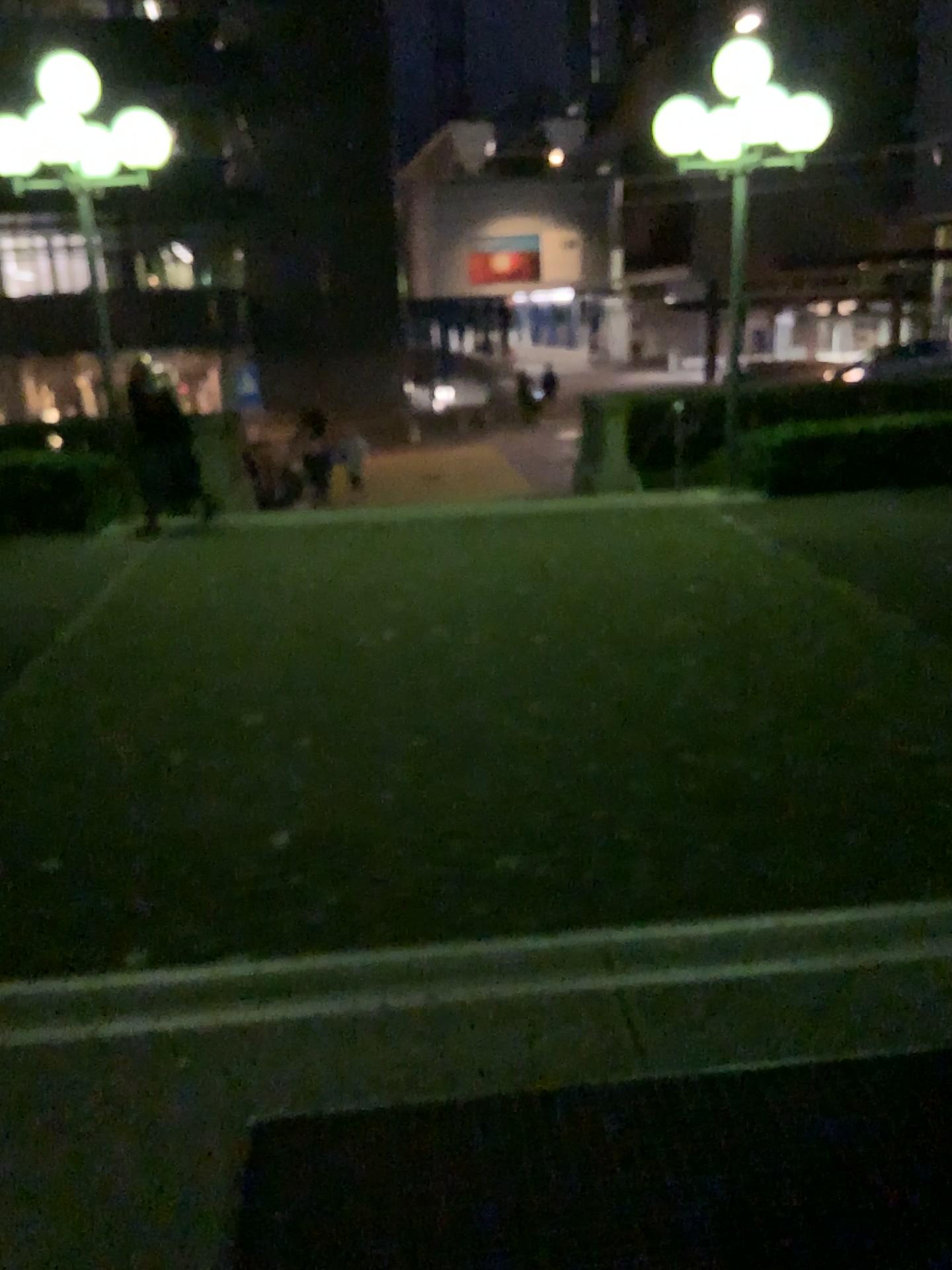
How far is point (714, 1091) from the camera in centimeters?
208cm
